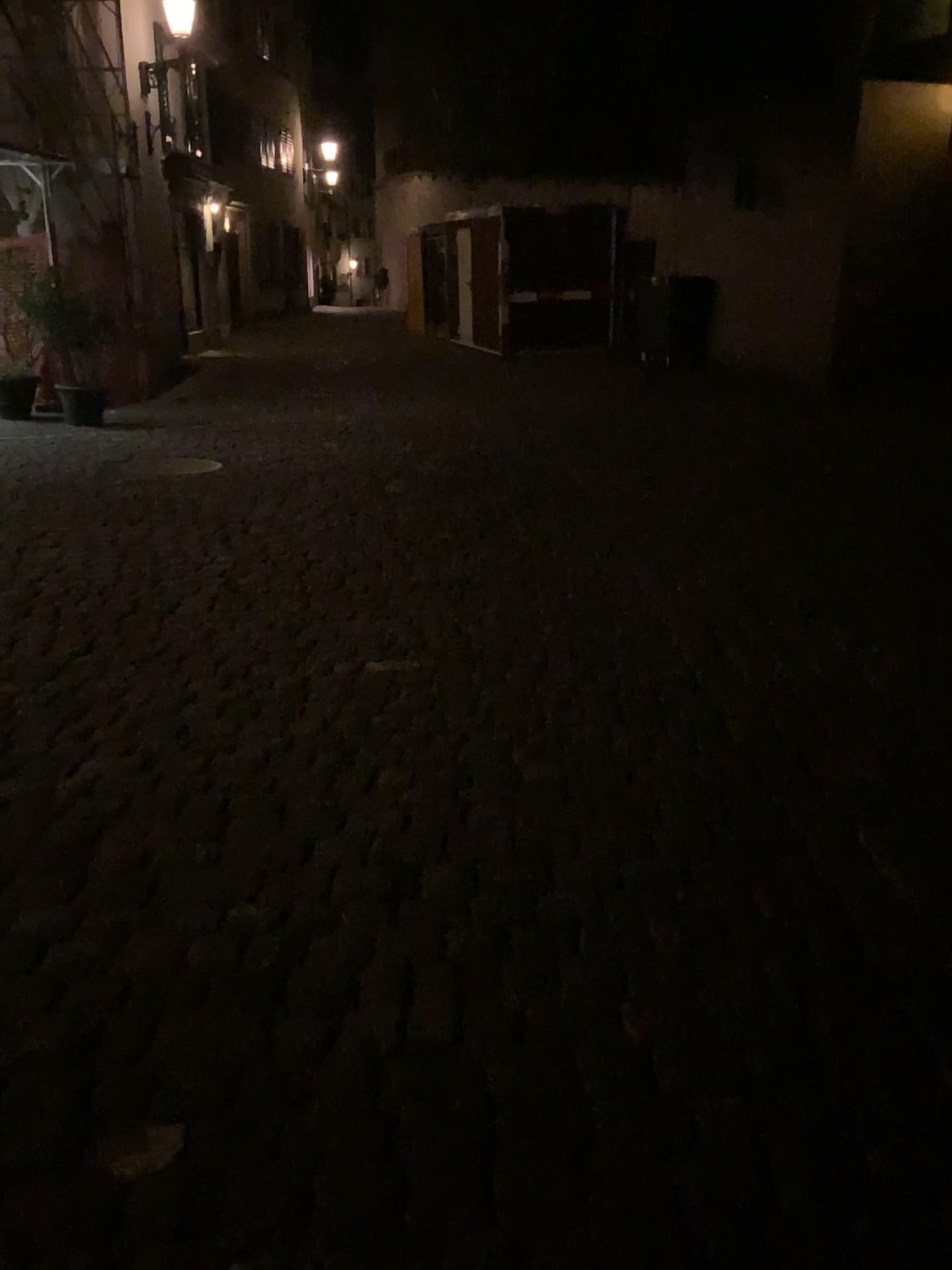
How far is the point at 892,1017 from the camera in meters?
2.0
